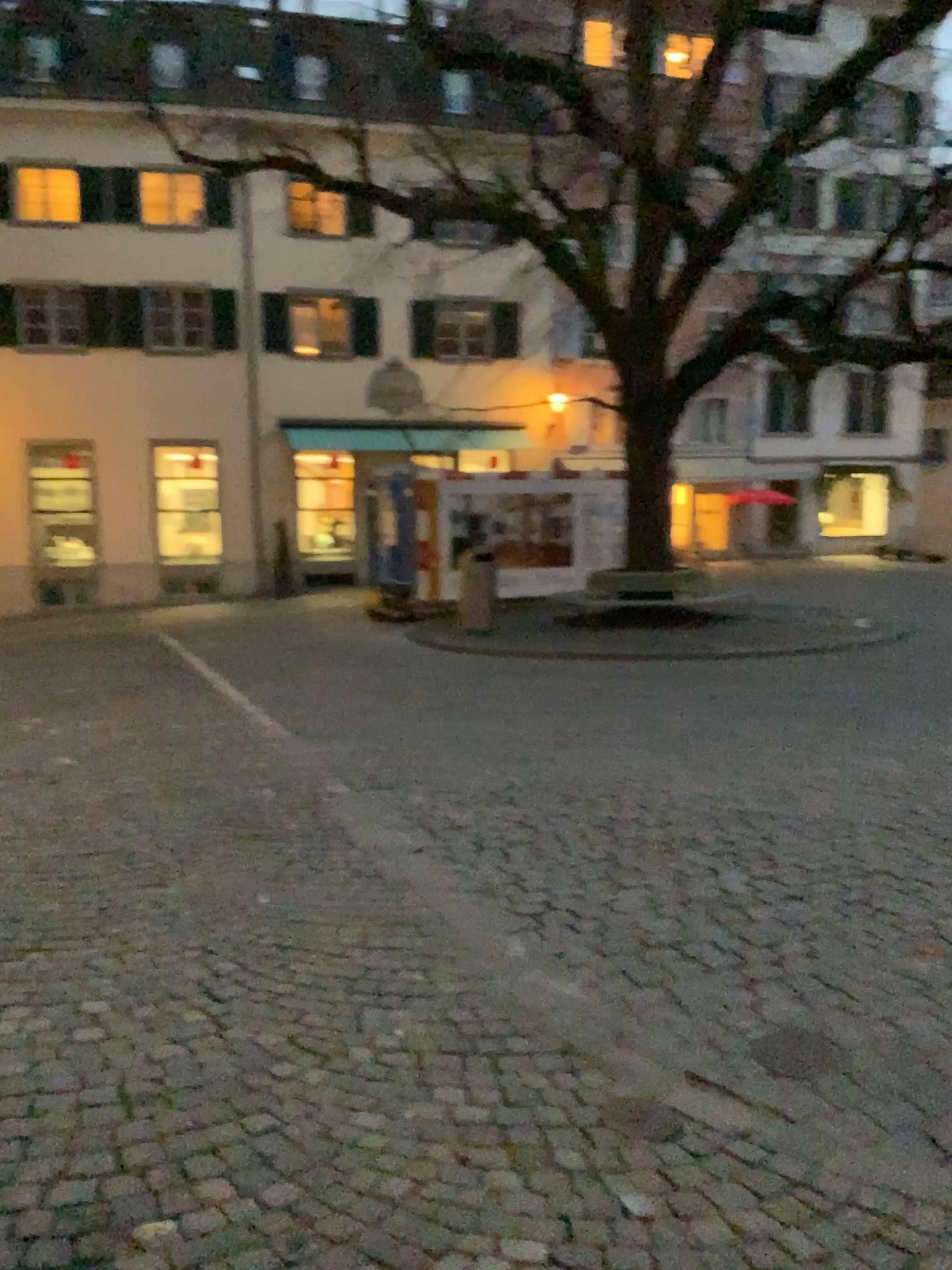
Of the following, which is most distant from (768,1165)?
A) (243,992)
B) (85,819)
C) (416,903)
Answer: (85,819)
